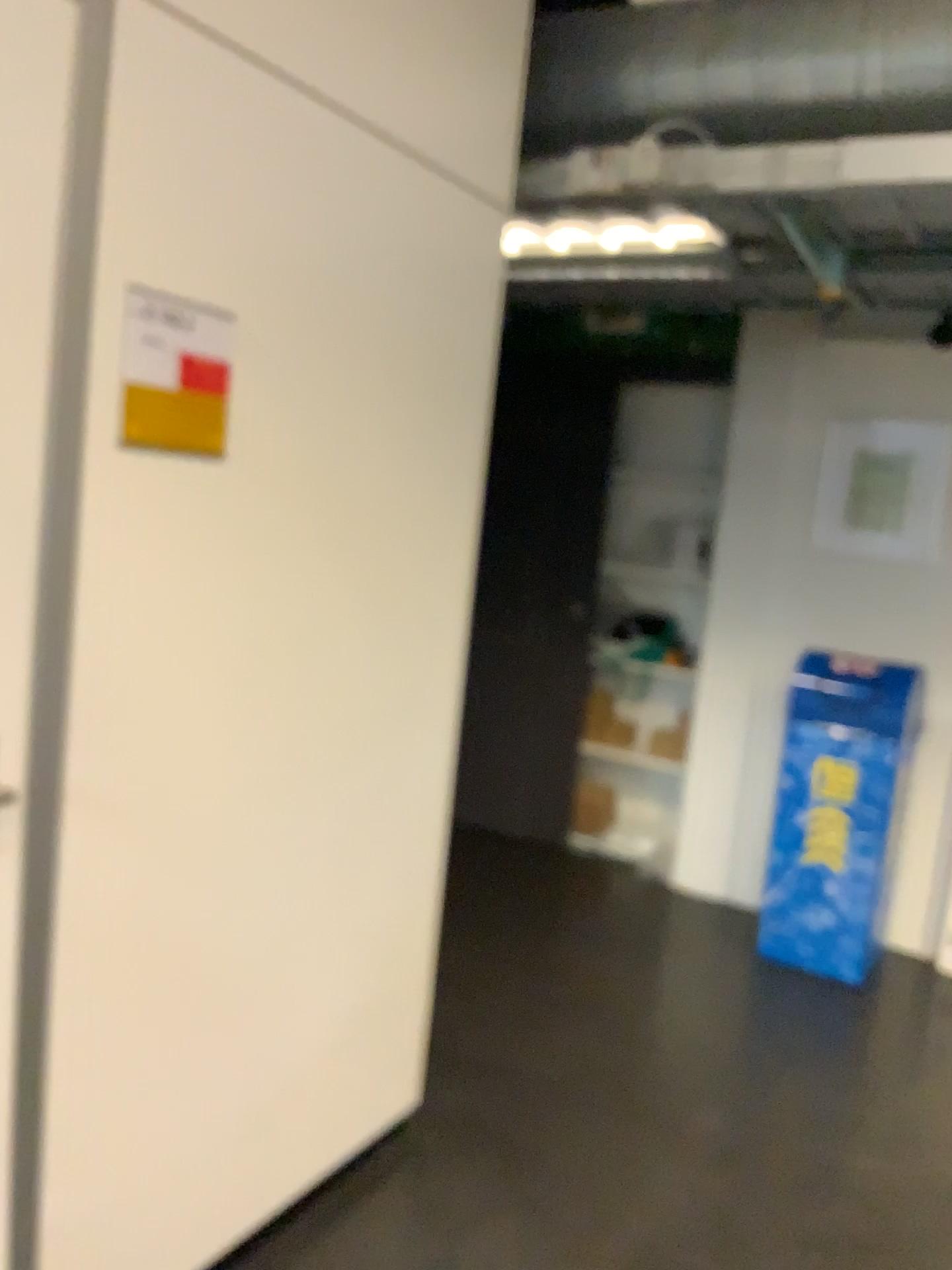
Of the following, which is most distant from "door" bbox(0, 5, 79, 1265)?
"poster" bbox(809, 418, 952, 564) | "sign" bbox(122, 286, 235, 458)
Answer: "poster" bbox(809, 418, 952, 564)

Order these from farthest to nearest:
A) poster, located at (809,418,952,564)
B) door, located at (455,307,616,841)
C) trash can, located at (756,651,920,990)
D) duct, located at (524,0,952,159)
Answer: door, located at (455,307,616,841) < poster, located at (809,418,952,564) < trash can, located at (756,651,920,990) < duct, located at (524,0,952,159)

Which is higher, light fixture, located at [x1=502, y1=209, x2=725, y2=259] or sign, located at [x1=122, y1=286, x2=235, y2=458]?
light fixture, located at [x1=502, y1=209, x2=725, y2=259]

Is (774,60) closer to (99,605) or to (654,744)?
(99,605)

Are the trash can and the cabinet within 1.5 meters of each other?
yes

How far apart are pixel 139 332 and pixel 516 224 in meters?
1.2 m

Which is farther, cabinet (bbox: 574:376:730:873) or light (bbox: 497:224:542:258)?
cabinet (bbox: 574:376:730:873)

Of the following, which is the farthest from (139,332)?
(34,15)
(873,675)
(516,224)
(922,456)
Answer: (922,456)

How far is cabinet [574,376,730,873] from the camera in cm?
465

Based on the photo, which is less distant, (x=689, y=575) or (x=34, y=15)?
(x=34, y=15)
